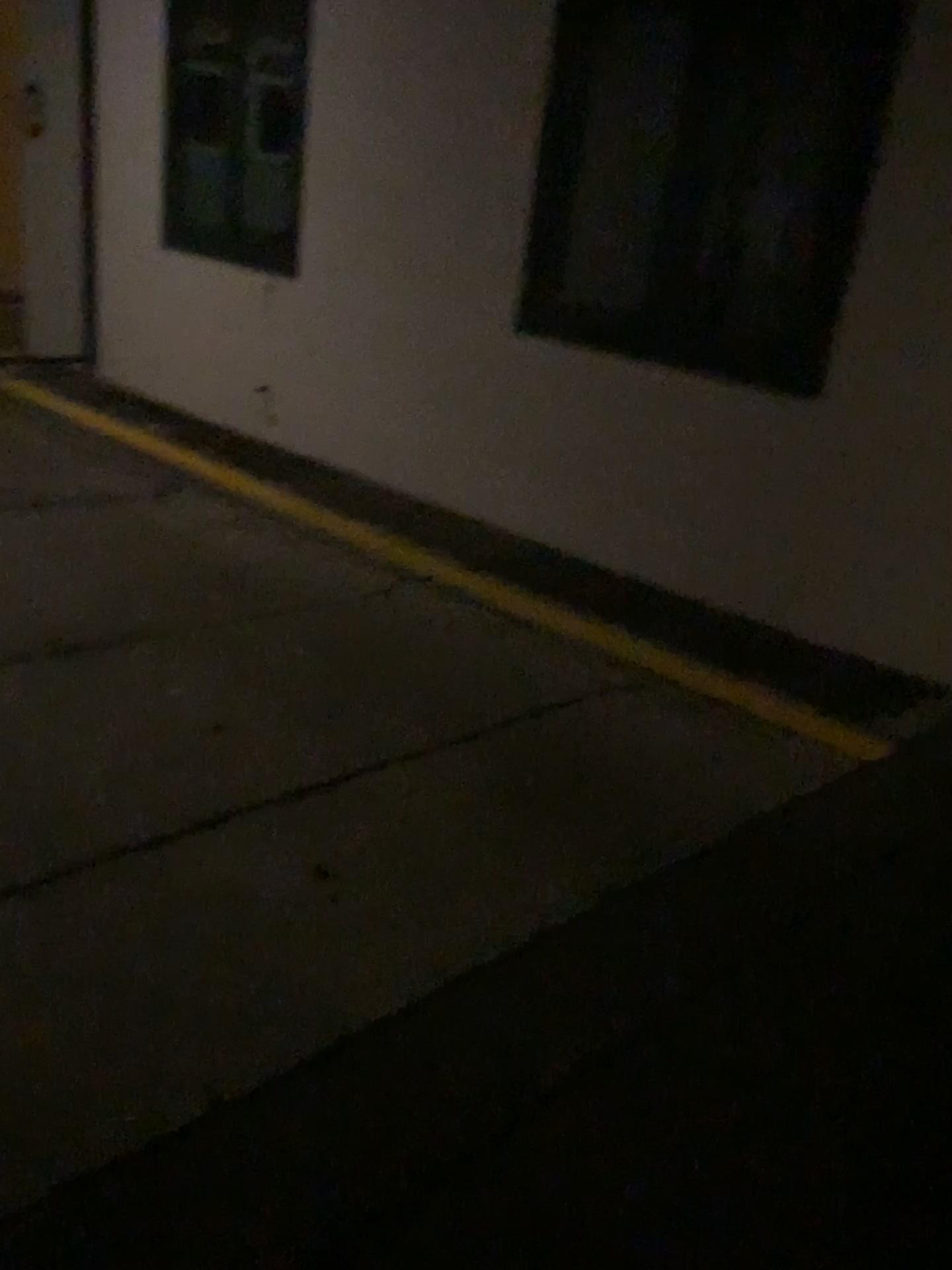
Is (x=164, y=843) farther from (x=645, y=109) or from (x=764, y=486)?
(x=645, y=109)
